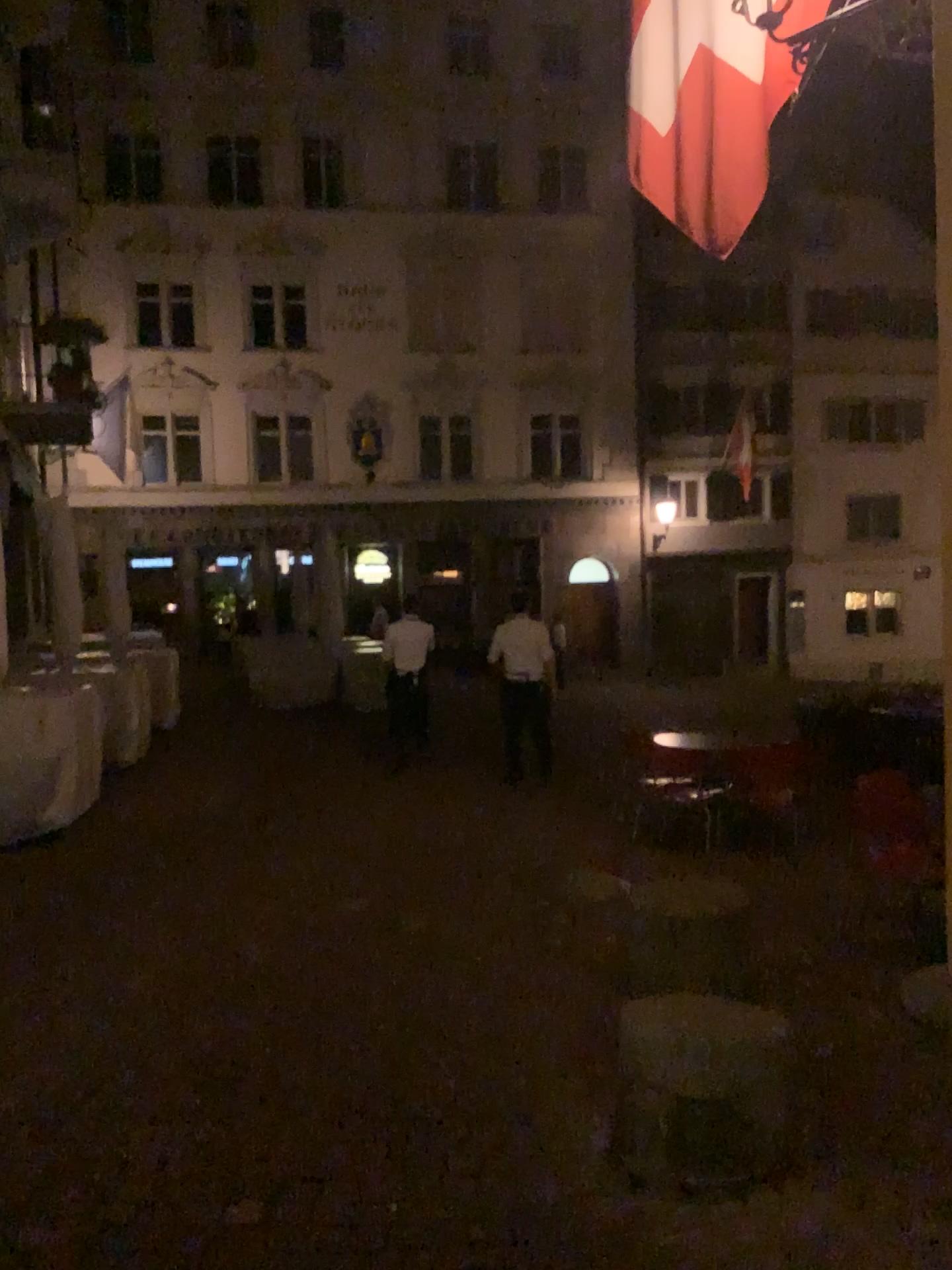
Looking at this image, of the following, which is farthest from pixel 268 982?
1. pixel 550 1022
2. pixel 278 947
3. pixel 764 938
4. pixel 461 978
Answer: pixel 764 938
